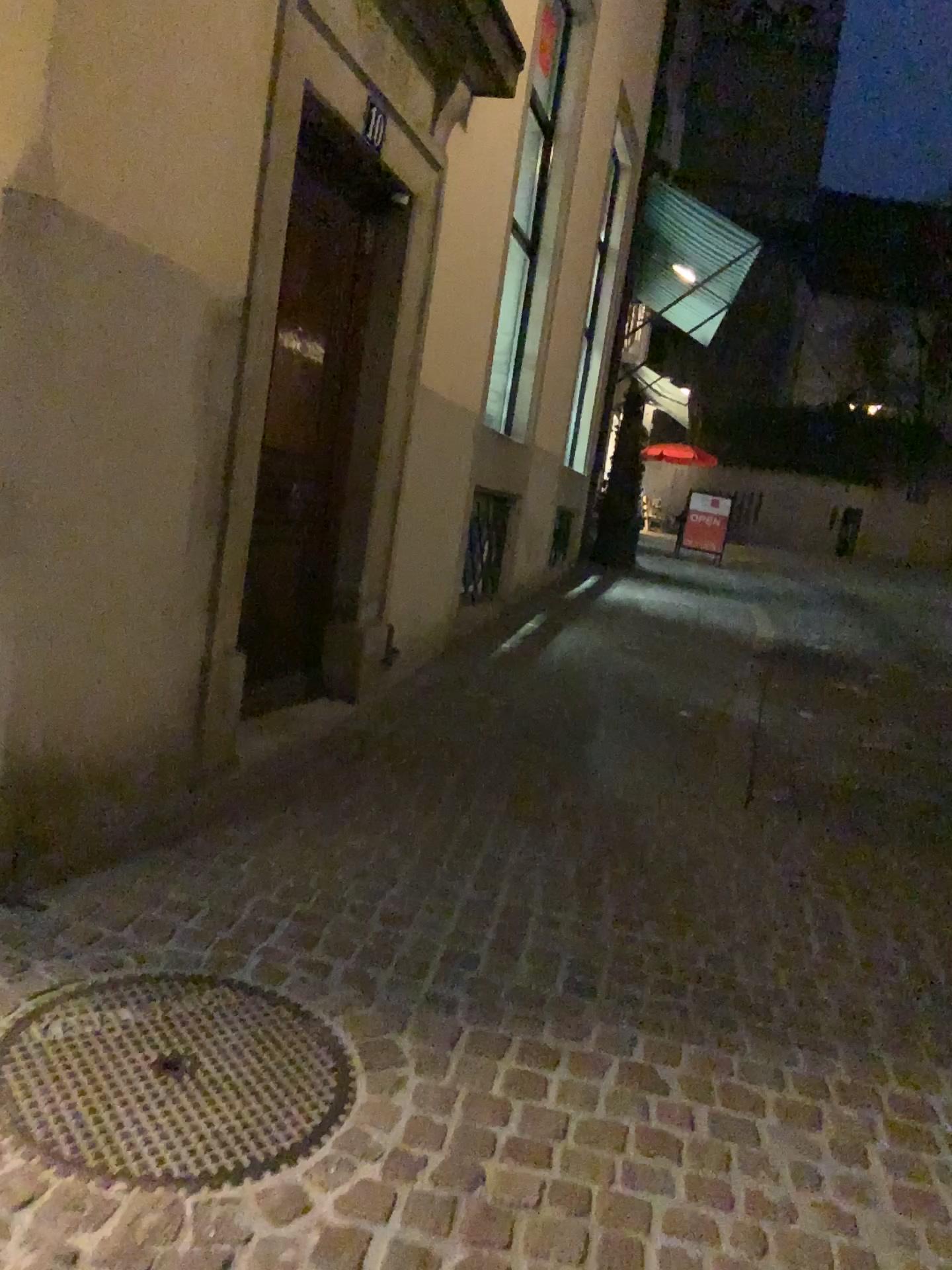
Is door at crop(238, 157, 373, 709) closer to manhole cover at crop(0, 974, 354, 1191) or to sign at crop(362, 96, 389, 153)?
sign at crop(362, 96, 389, 153)

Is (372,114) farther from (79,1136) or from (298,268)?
(79,1136)

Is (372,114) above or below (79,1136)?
above

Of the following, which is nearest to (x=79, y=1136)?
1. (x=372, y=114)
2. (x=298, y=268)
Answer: (x=298, y=268)

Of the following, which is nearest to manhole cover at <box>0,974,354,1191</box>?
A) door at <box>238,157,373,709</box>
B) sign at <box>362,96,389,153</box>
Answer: door at <box>238,157,373,709</box>

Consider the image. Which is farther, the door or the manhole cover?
the door

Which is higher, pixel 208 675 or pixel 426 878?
pixel 208 675

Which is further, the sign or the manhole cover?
the sign

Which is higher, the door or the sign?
the sign
